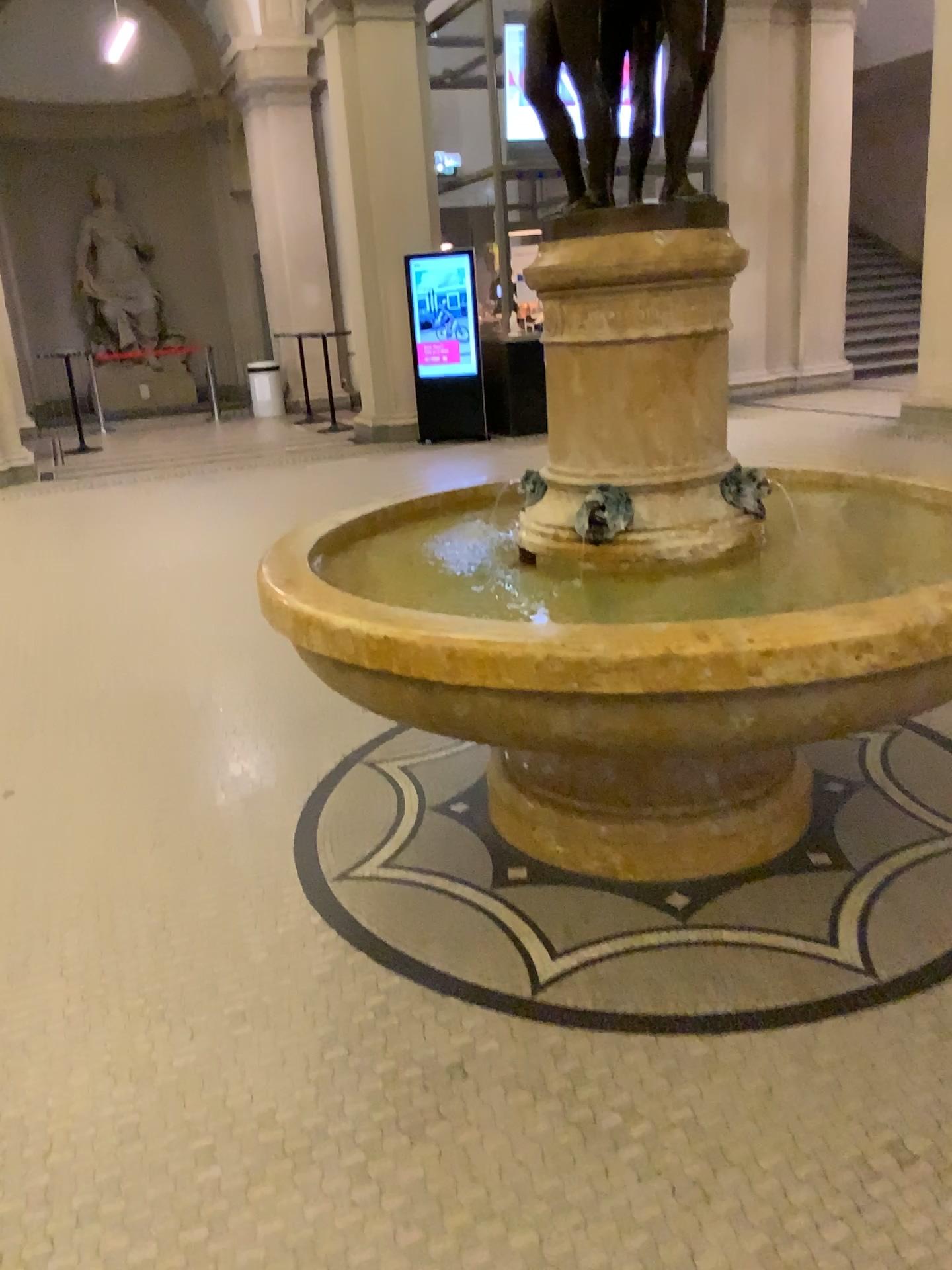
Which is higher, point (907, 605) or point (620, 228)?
point (620, 228)

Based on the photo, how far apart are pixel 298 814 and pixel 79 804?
0.9m

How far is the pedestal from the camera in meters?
2.4 m

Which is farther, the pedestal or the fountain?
the pedestal

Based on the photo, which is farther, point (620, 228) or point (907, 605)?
point (620, 228)

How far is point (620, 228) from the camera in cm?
236
